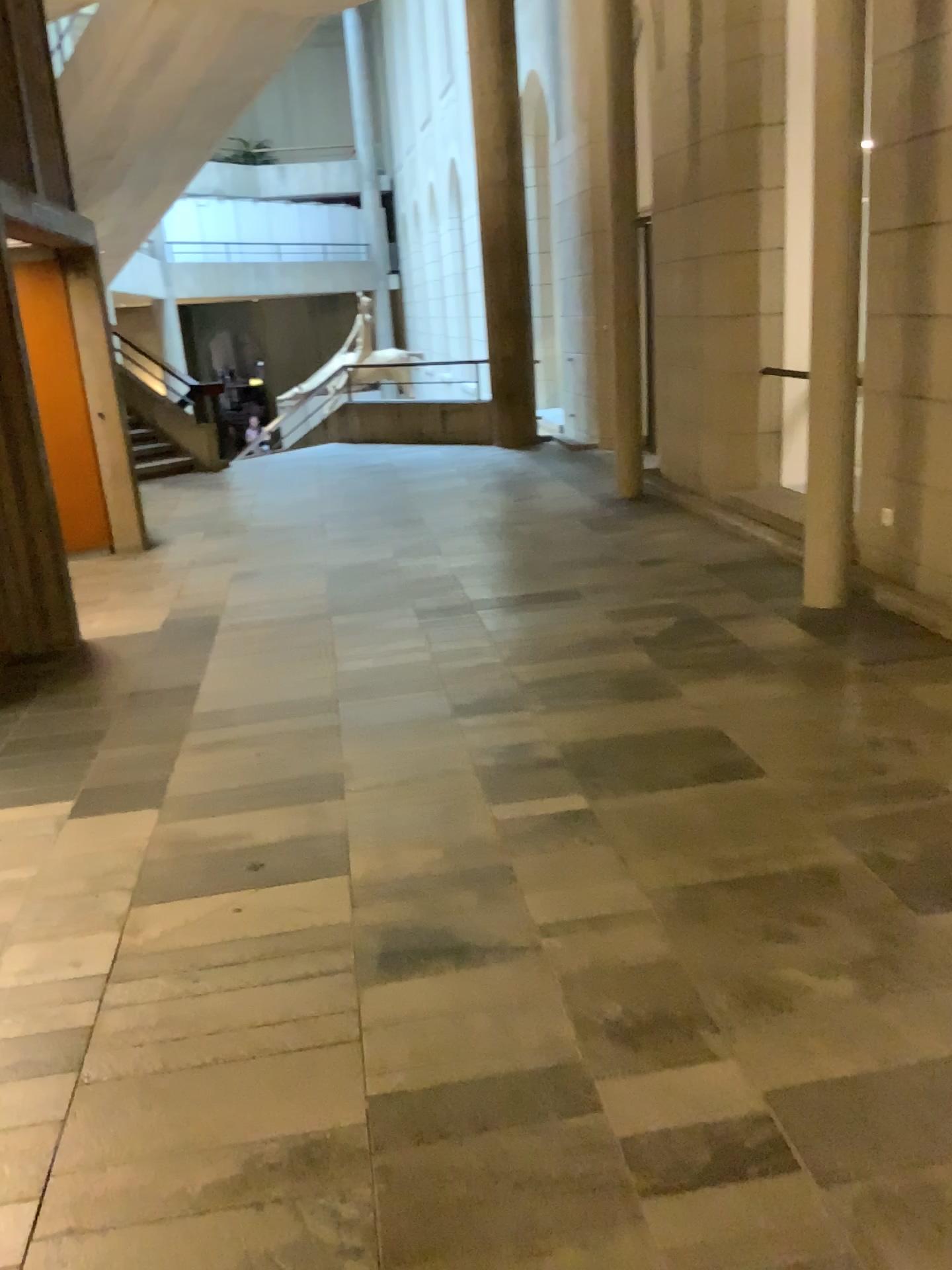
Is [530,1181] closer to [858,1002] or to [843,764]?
[858,1002]
